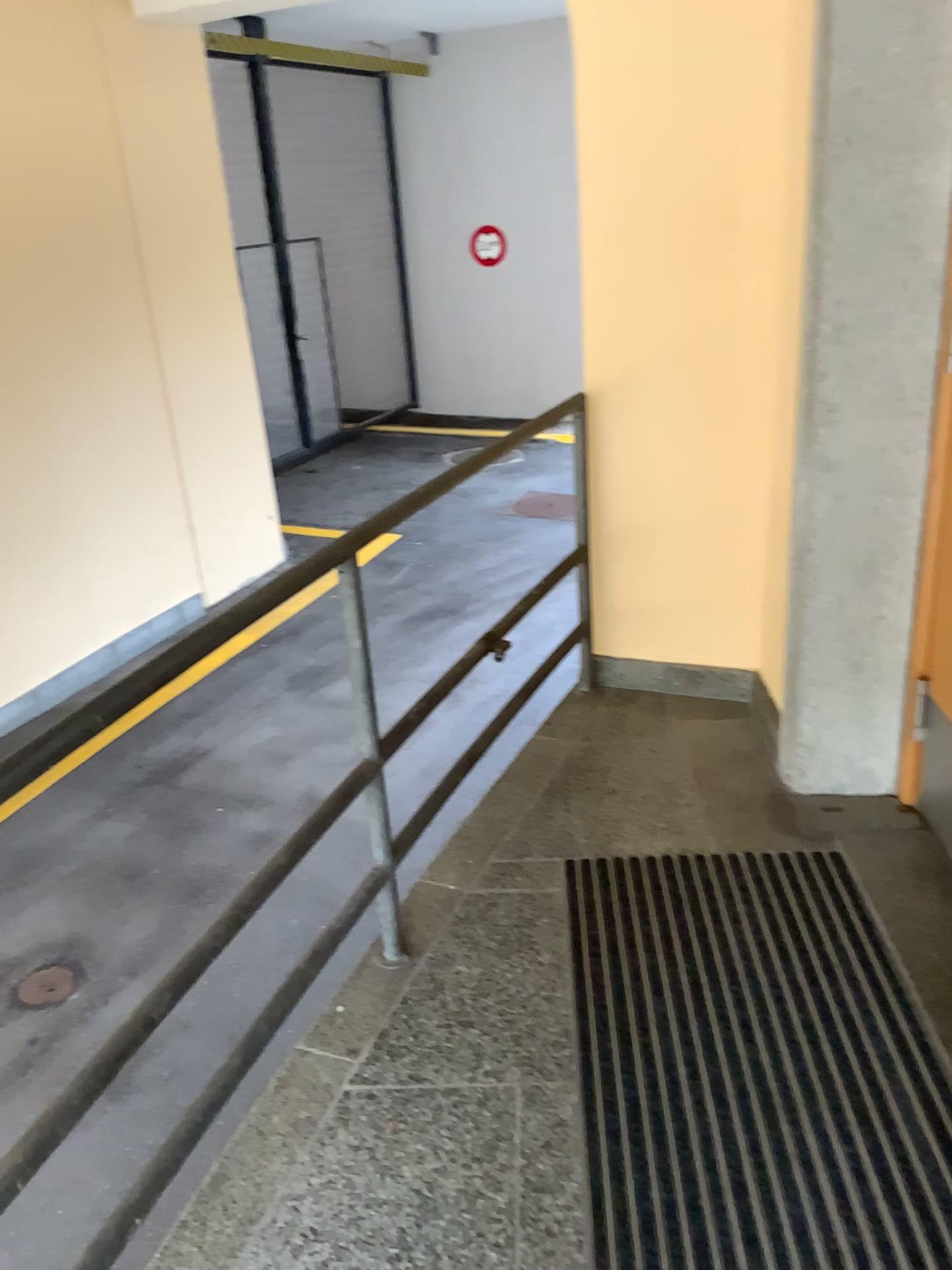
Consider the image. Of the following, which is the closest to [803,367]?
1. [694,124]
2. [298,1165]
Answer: [694,124]
